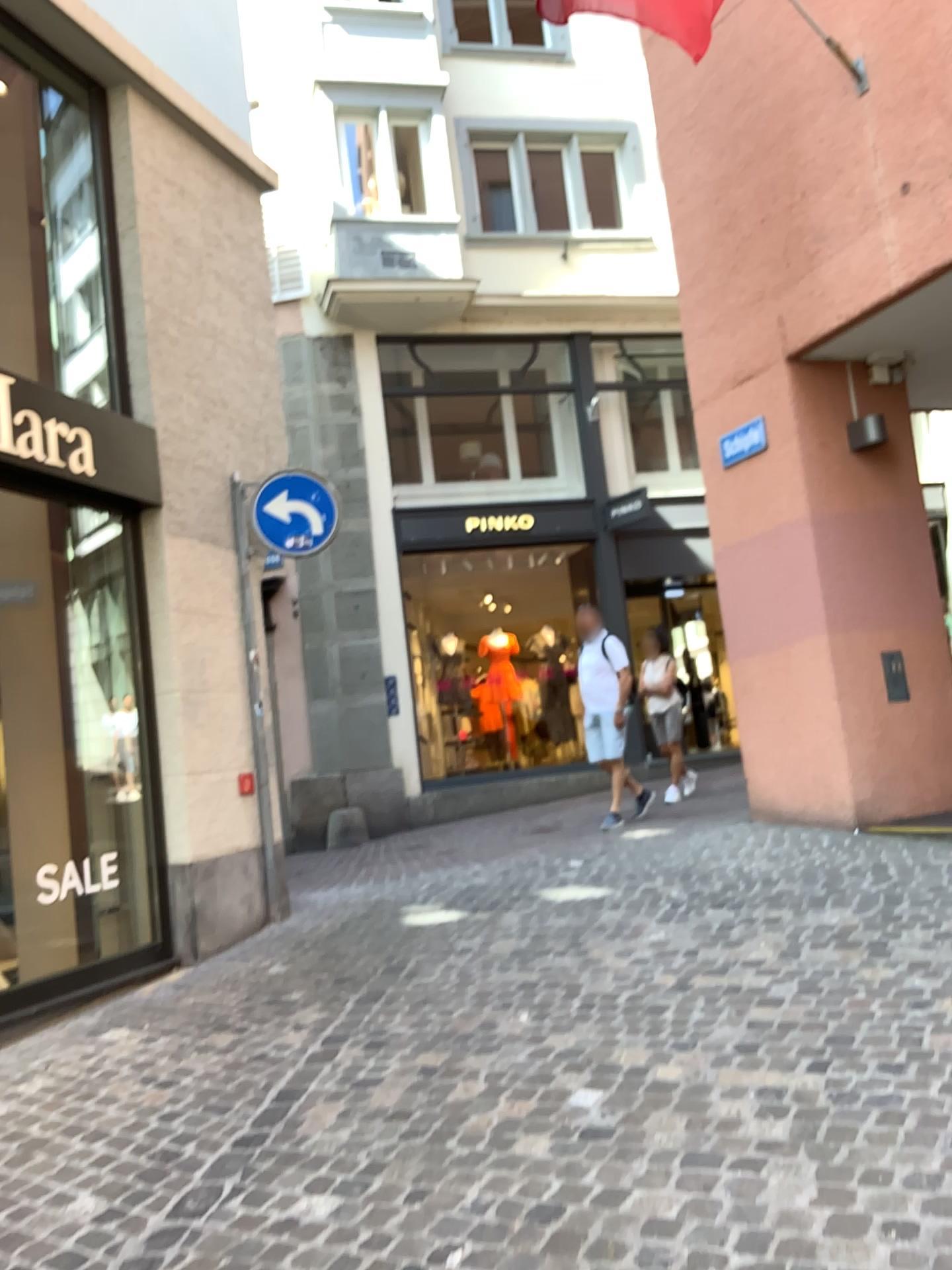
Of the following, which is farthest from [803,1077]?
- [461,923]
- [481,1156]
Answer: [461,923]
